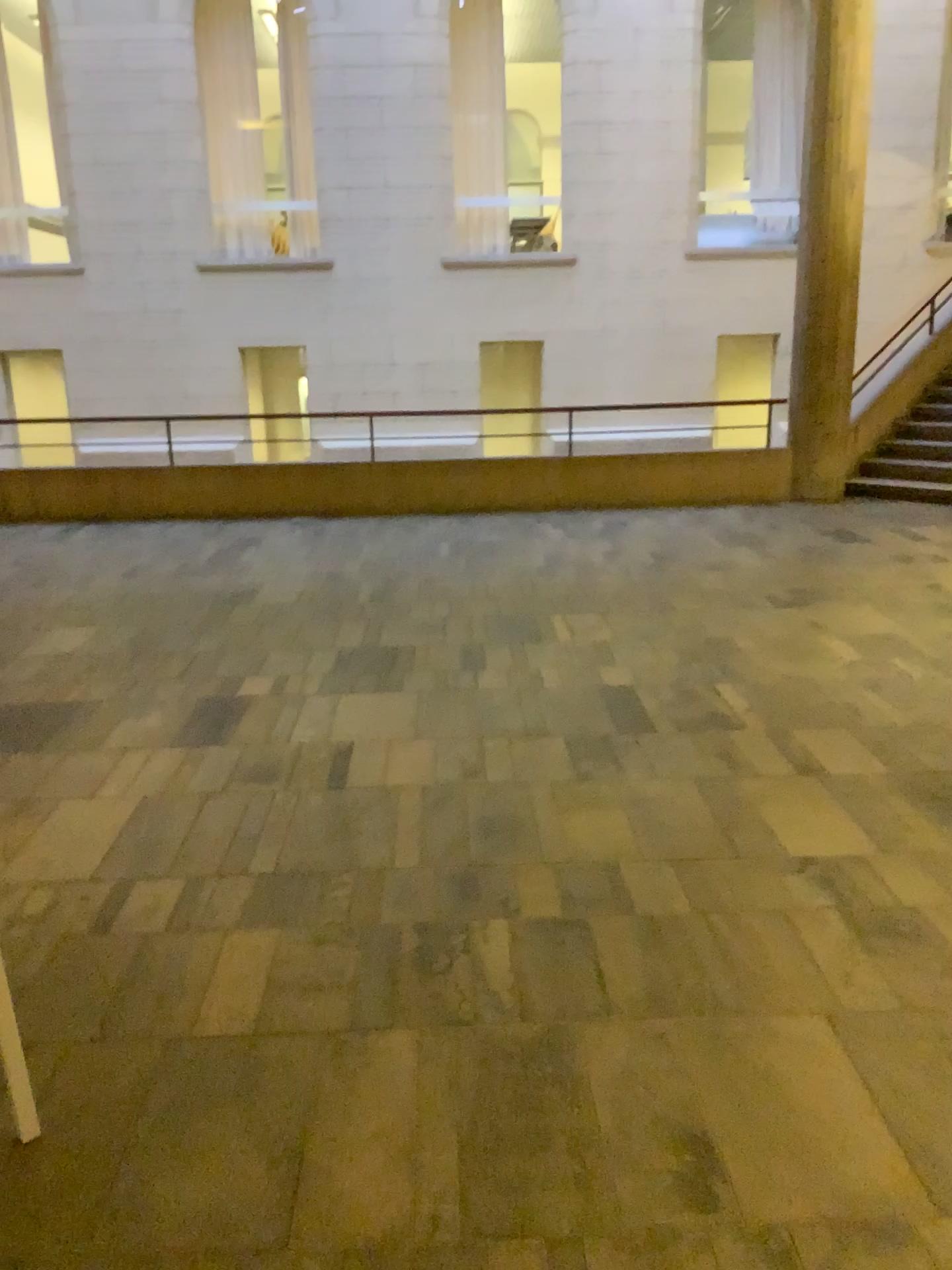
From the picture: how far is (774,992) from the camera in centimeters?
252cm
